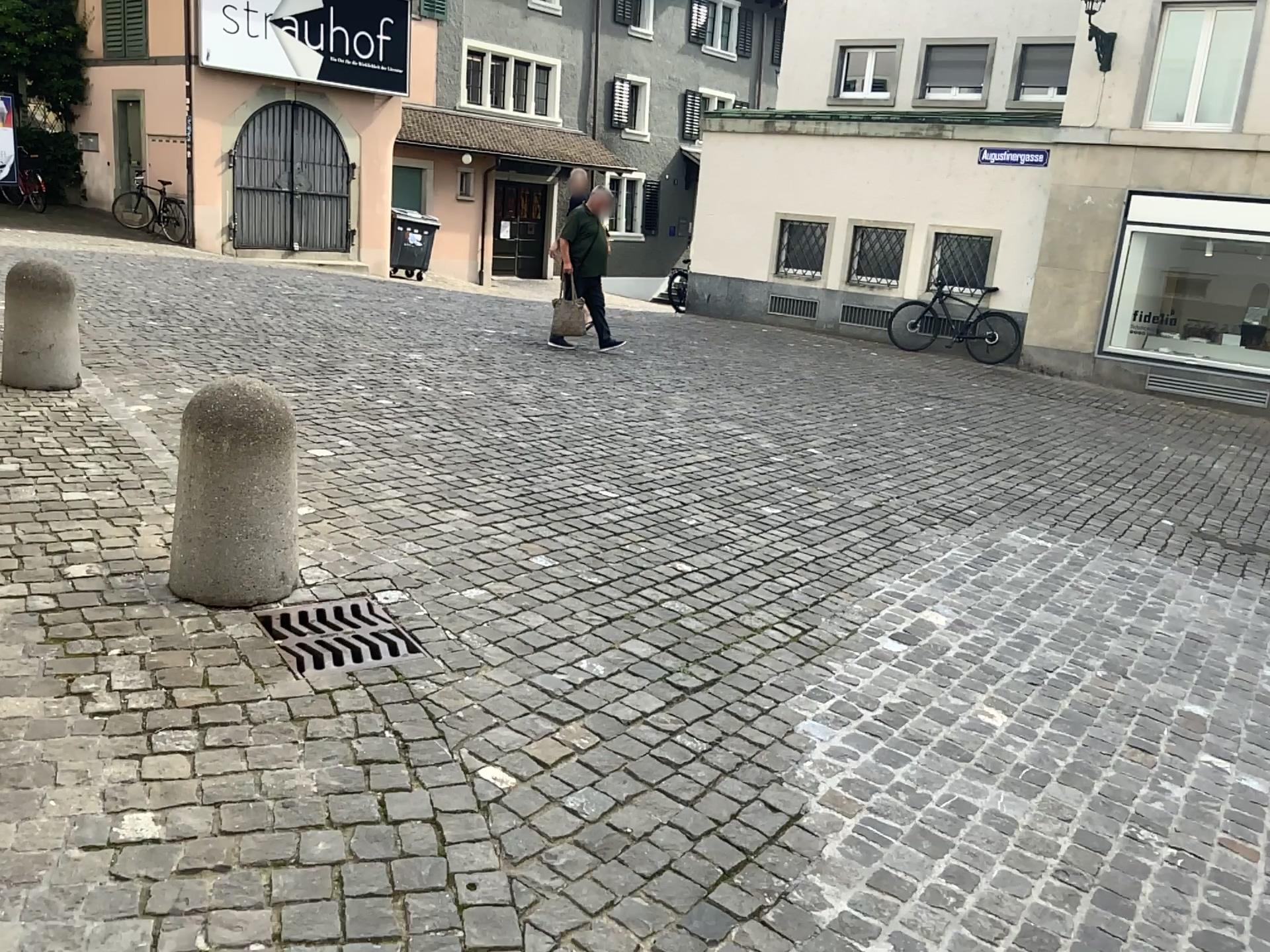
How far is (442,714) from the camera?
2.81m

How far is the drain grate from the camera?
3.0m

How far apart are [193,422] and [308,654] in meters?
0.8

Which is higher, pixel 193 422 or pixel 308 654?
pixel 193 422

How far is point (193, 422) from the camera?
3.26m

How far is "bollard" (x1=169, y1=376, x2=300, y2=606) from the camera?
3.3m
